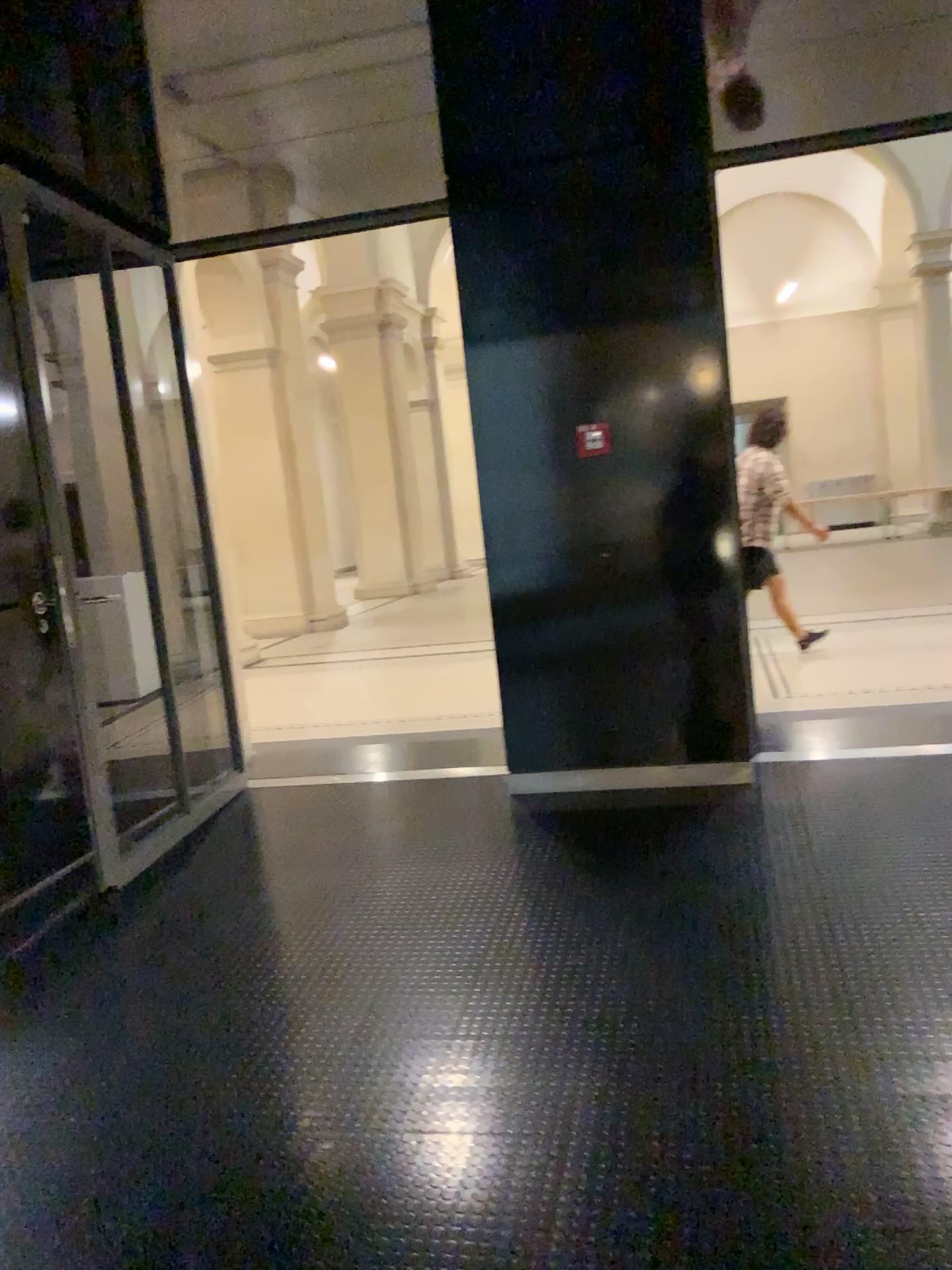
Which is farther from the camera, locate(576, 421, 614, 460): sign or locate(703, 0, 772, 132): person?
locate(576, 421, 614, 460): sign

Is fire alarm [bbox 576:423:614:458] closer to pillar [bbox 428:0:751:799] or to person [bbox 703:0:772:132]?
pillar [bbox 428:0:751:799]

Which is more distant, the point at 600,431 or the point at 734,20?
the point at 600,431

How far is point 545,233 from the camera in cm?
416

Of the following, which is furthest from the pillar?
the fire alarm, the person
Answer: the person

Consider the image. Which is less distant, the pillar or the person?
the person

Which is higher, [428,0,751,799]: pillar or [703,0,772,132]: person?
[703,0,772,132]: person

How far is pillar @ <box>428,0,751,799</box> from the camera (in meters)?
4.16

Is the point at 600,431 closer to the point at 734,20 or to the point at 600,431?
the point at 600,431

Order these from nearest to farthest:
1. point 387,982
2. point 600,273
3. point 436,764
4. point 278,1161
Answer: point 278,1161, point 387,982, point 600,273, point 436,764
